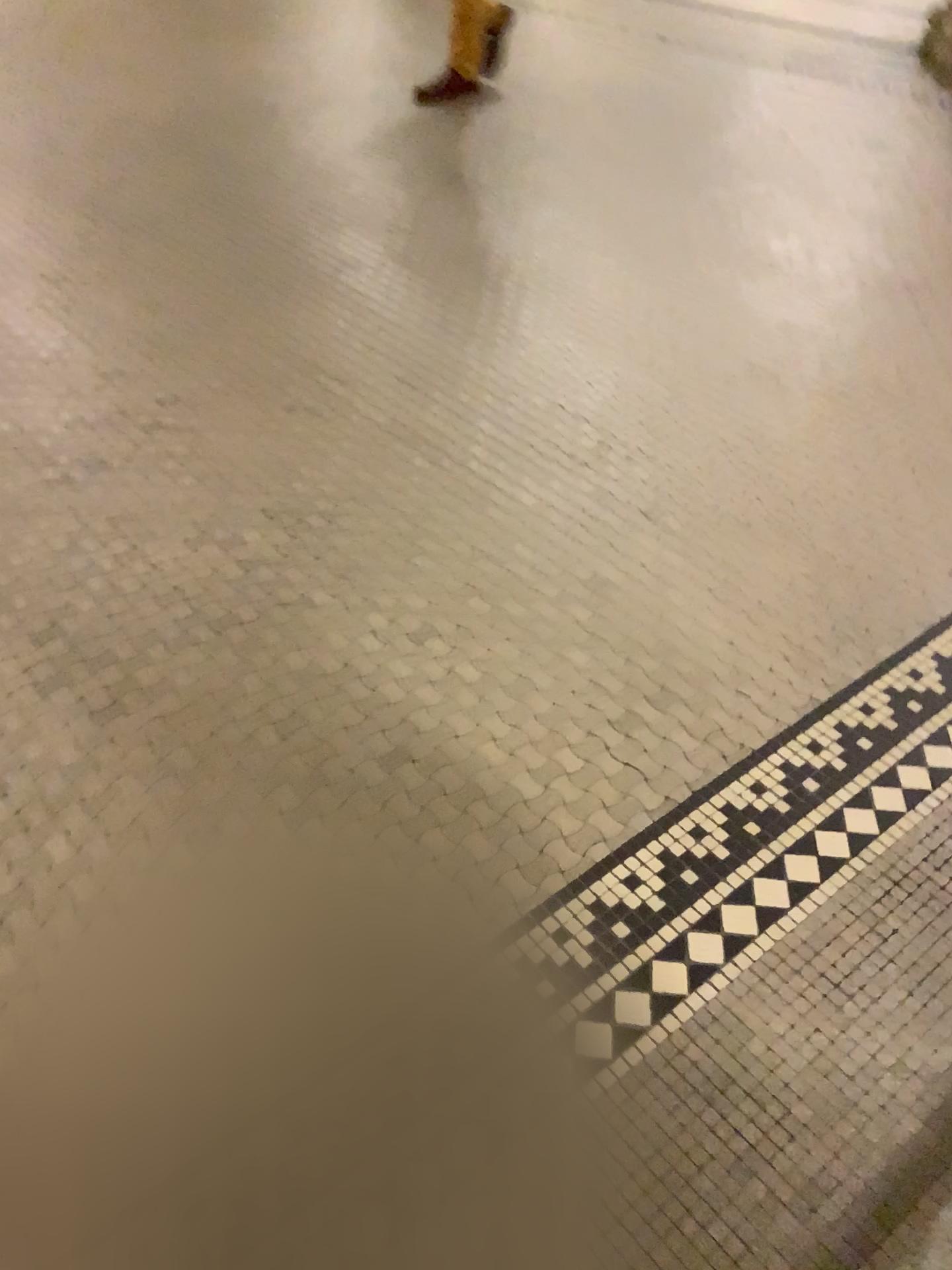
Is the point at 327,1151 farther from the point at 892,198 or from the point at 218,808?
the point at 892,198
